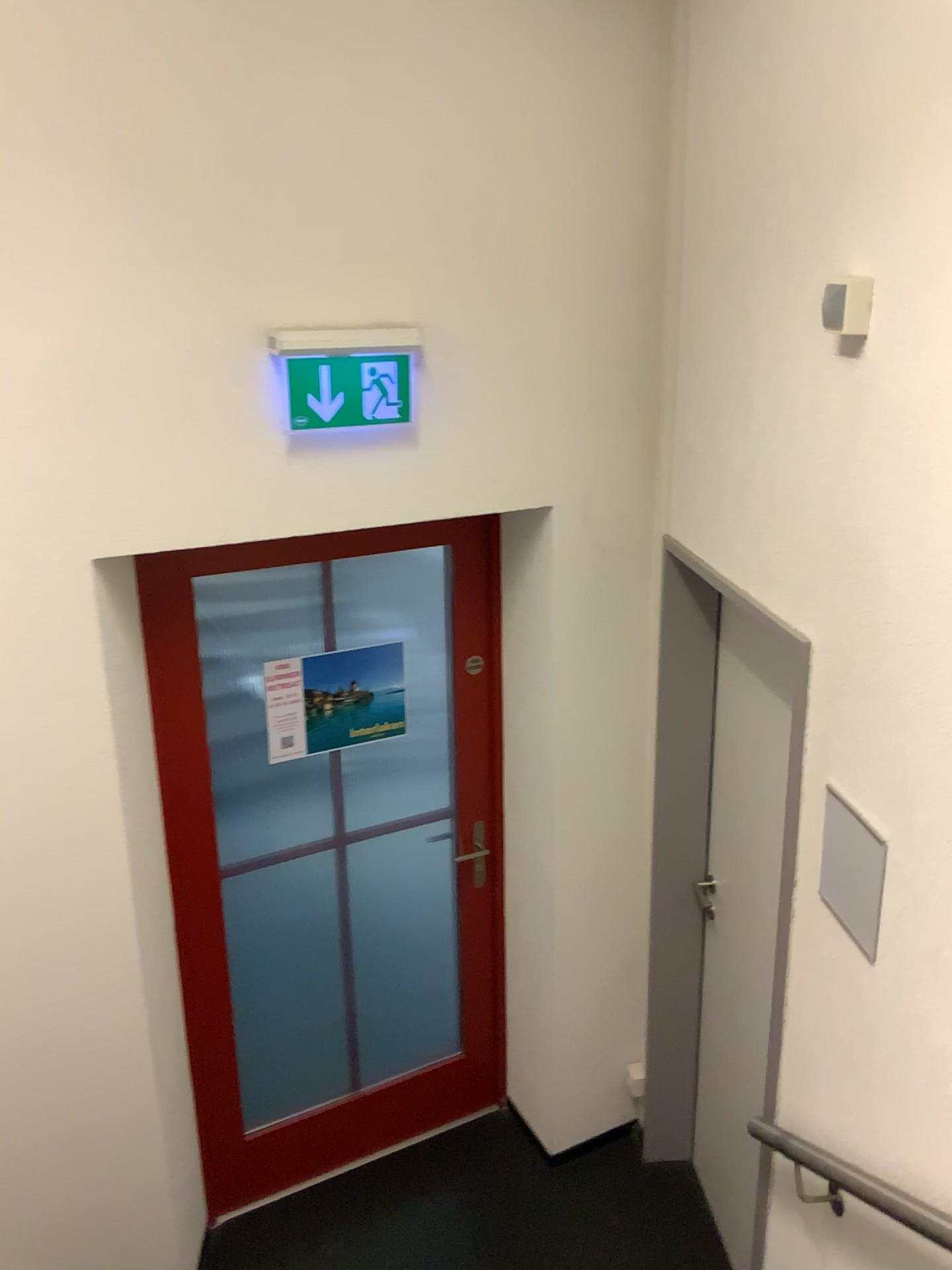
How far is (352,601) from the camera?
3.08m

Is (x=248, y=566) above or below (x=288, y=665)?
above

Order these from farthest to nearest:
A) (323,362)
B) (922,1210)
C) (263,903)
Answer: (263,903) < (323,362) < (922,1210)

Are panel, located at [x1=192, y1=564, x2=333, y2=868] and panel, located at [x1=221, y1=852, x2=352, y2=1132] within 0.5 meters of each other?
yes

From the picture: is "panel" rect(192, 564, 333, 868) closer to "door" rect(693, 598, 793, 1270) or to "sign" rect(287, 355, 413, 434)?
"sign" rect(287, 355, 413, 434)

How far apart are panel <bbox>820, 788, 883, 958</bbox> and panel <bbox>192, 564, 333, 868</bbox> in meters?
1.6

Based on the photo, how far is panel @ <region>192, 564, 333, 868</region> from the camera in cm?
278

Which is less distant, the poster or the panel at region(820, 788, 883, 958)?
the panel at region(820, 788, 883, 958)

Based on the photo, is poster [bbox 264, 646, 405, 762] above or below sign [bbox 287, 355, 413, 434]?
below

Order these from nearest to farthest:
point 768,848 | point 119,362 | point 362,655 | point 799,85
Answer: point 799,85
point 119,362
point 768,848
point 362,655
